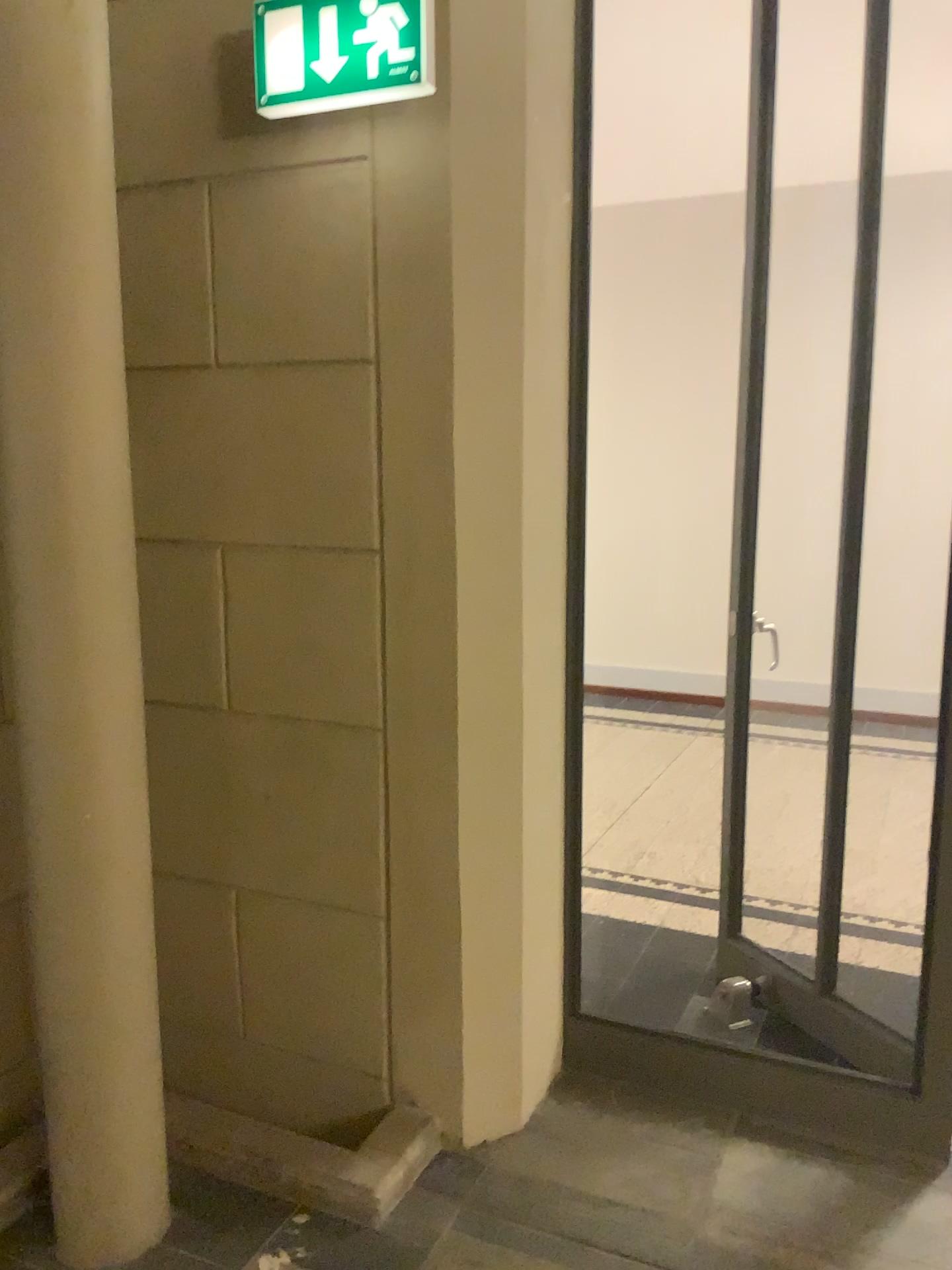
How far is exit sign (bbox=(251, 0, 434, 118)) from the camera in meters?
1.9 m

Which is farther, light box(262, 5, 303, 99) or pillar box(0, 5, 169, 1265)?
light box(262, 5, 303, 99)

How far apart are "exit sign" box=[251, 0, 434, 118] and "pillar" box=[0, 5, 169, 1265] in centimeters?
42cm

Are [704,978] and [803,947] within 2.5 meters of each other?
yes

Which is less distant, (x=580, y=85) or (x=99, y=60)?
(x=99, y=60)

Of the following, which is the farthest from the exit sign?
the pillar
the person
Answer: the pillar

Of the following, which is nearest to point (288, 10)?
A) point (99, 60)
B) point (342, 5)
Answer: point (342, 5)

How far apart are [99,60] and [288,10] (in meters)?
0.46

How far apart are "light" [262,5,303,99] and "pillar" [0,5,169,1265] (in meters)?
0.42

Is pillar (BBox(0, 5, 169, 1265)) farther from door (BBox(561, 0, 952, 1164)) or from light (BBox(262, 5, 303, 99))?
door (BBox(561, 0, 952, 1164))
